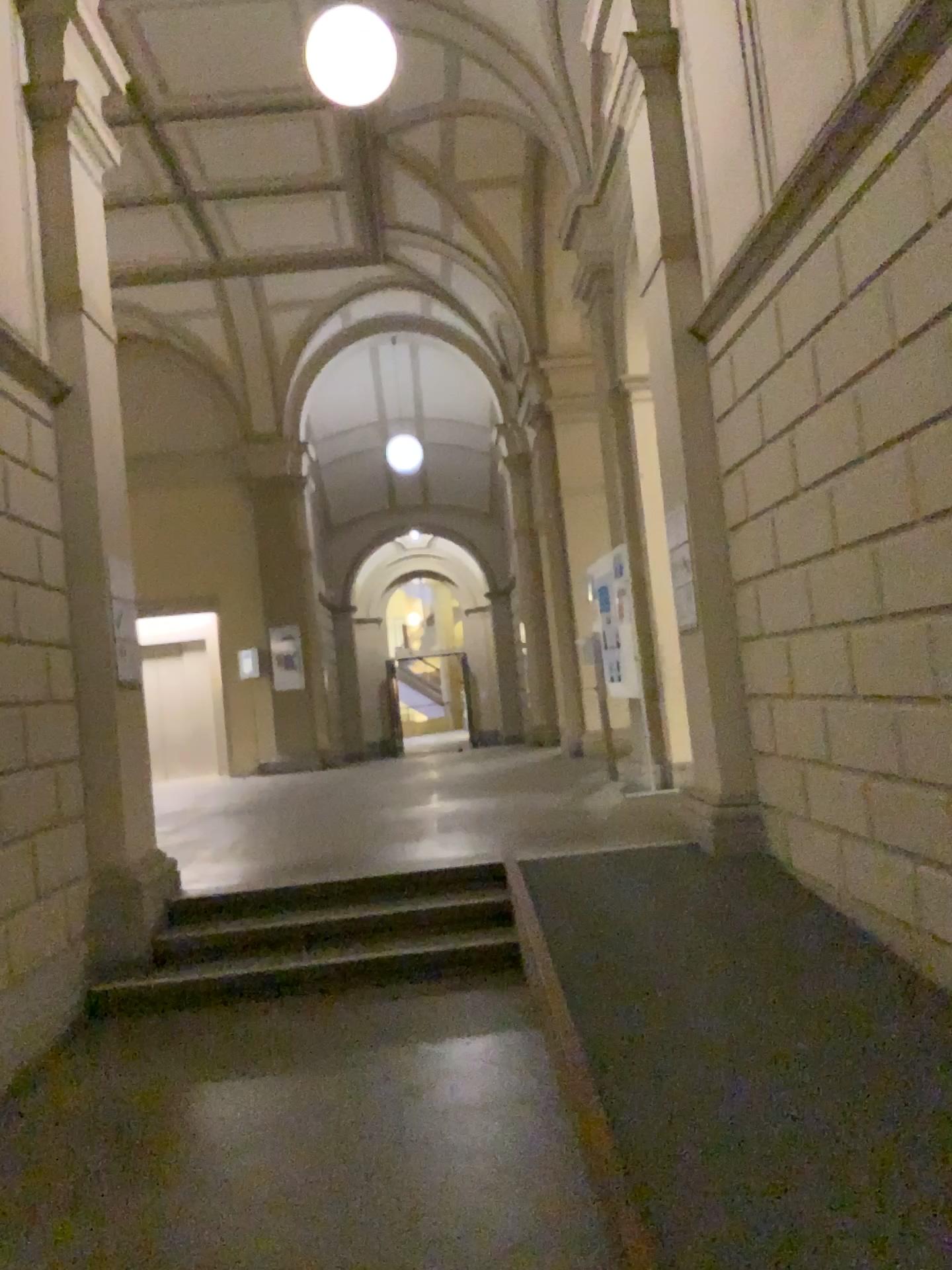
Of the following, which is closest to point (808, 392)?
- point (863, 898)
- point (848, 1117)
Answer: point (863, 898)
